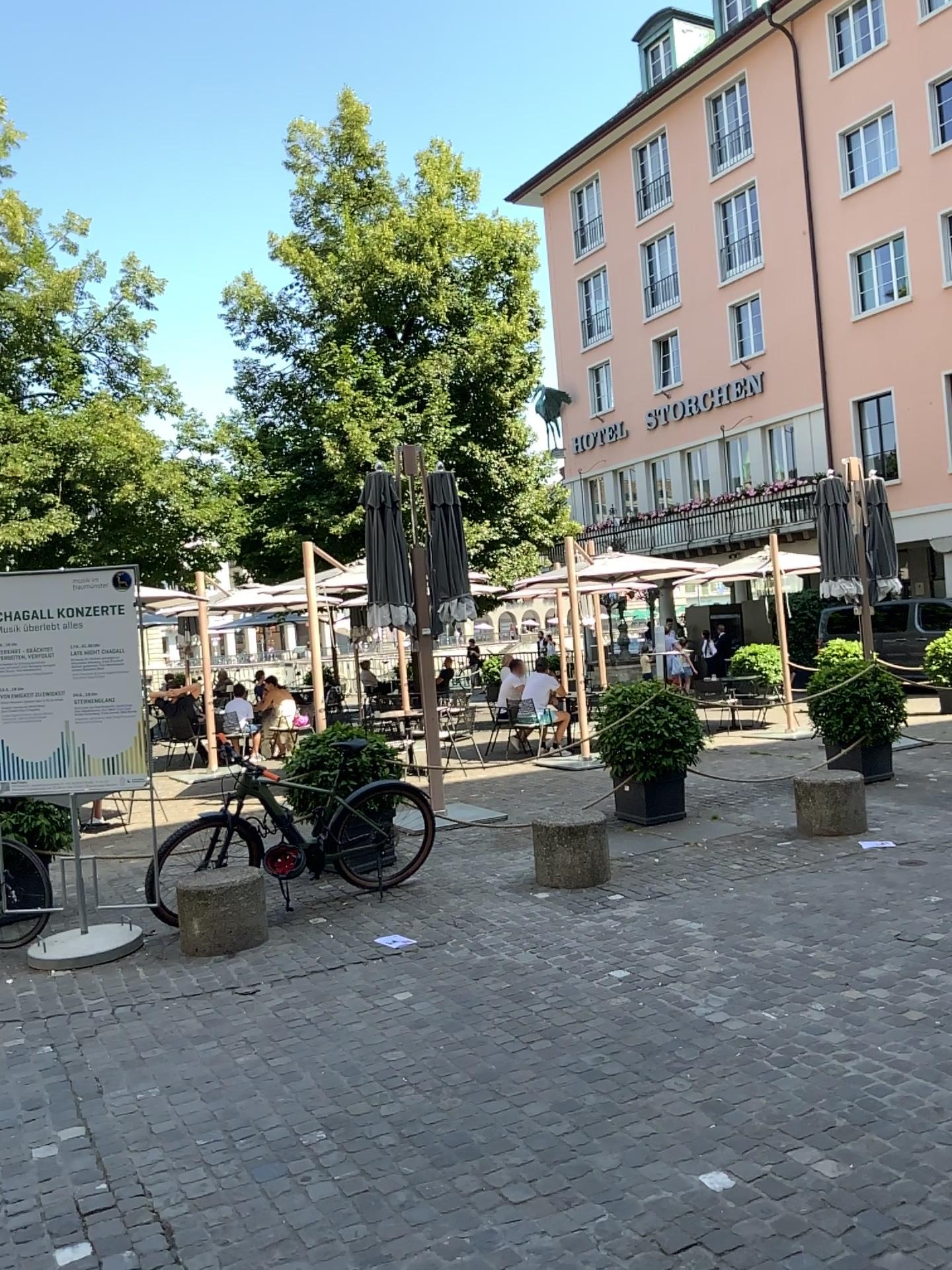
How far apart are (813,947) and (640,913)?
1.03m
